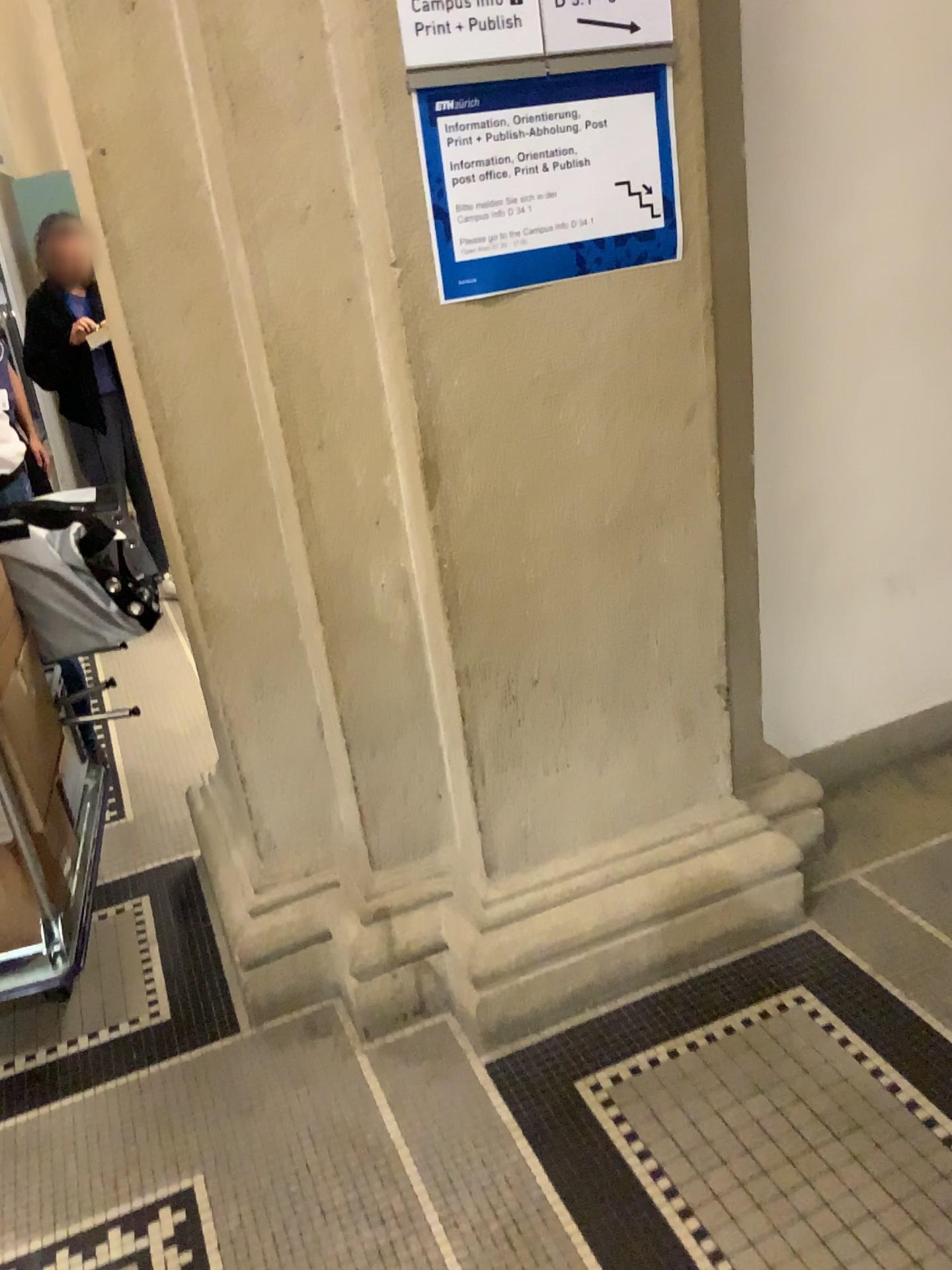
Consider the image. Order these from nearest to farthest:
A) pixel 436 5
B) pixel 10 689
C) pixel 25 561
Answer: pixel 436 5, pixel 10 689, pixel 25 561

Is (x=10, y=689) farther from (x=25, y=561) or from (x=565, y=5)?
(x=565, y=5)

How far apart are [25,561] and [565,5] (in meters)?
1.52

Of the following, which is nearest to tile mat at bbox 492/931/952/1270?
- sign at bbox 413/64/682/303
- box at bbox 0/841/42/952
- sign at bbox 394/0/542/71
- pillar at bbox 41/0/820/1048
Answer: pillar at bbox 41/0/820/1048

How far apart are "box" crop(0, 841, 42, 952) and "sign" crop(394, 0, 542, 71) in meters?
1.5

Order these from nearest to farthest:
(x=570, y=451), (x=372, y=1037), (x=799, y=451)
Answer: (x=570, y=451), (x=372, y=1037), (x=799, y=451)

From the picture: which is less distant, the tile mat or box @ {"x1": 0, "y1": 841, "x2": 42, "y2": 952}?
the tile mat

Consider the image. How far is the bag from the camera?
2.3 meters

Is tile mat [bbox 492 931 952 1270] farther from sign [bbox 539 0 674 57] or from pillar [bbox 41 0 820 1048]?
sign [bbox 539 0 674 57]

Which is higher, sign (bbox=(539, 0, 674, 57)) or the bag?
sign (bbox=(539, 0, 674, 57))
